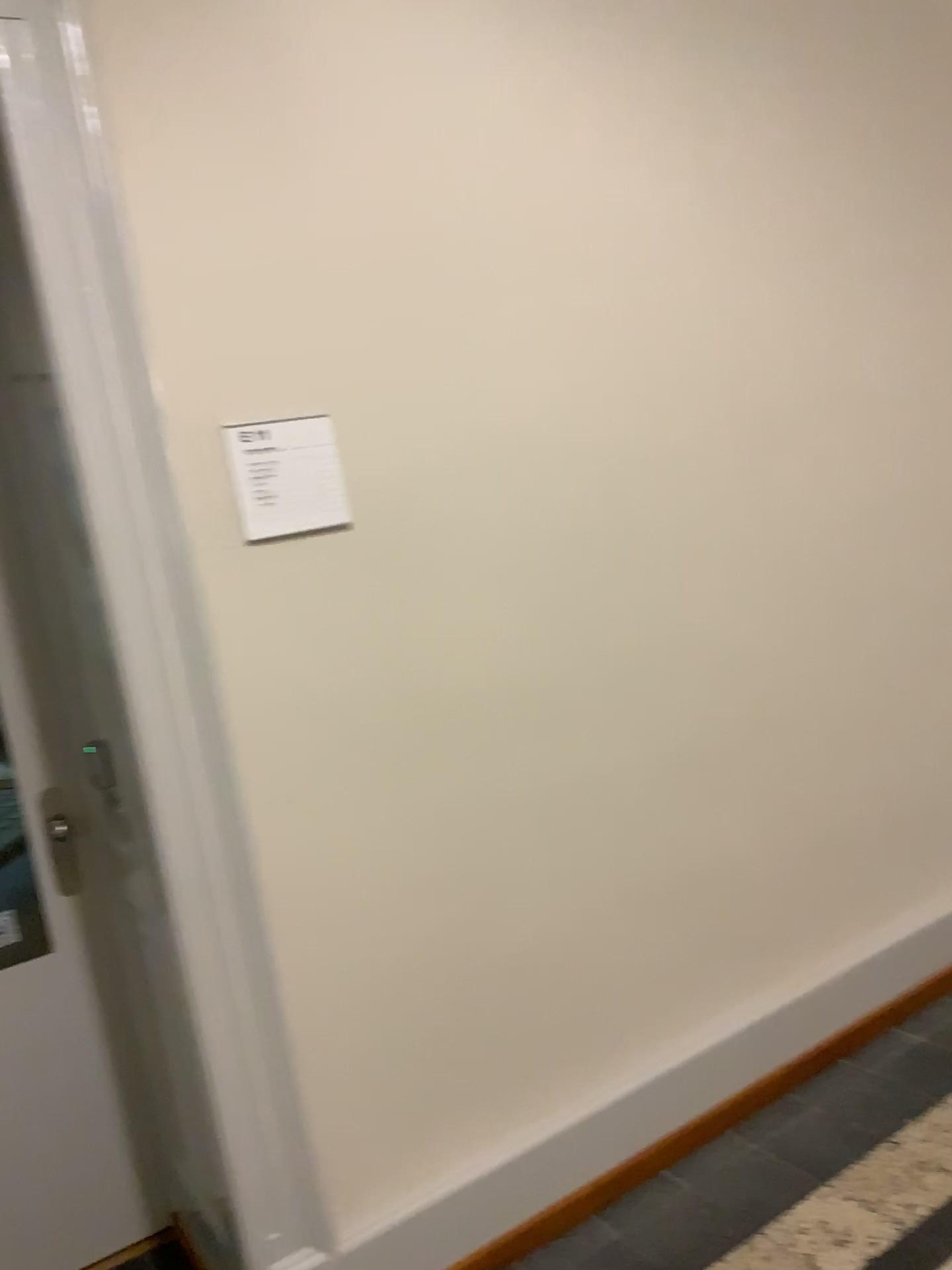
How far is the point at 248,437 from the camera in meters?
1.9 m

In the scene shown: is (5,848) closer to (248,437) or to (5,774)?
(5,774)

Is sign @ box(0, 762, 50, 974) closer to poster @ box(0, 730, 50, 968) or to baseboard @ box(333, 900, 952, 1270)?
poster @ box(0, 730, 50, 968)

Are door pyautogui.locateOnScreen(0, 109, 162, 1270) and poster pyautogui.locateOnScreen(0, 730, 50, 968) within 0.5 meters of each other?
yes

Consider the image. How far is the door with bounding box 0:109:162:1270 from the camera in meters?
2.3

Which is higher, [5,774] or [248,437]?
[248,437]

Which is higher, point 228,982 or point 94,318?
point 94,318

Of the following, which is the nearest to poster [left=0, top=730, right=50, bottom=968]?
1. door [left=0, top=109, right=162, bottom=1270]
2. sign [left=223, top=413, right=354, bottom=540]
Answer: door [left=0, top=109, right=162, bottom=1270]

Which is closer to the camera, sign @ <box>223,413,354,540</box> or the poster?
sign @ <box>223,413,354,540</box>

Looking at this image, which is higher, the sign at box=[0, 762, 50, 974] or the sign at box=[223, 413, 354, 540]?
the sign at box=[223, 413, 354, 540]
